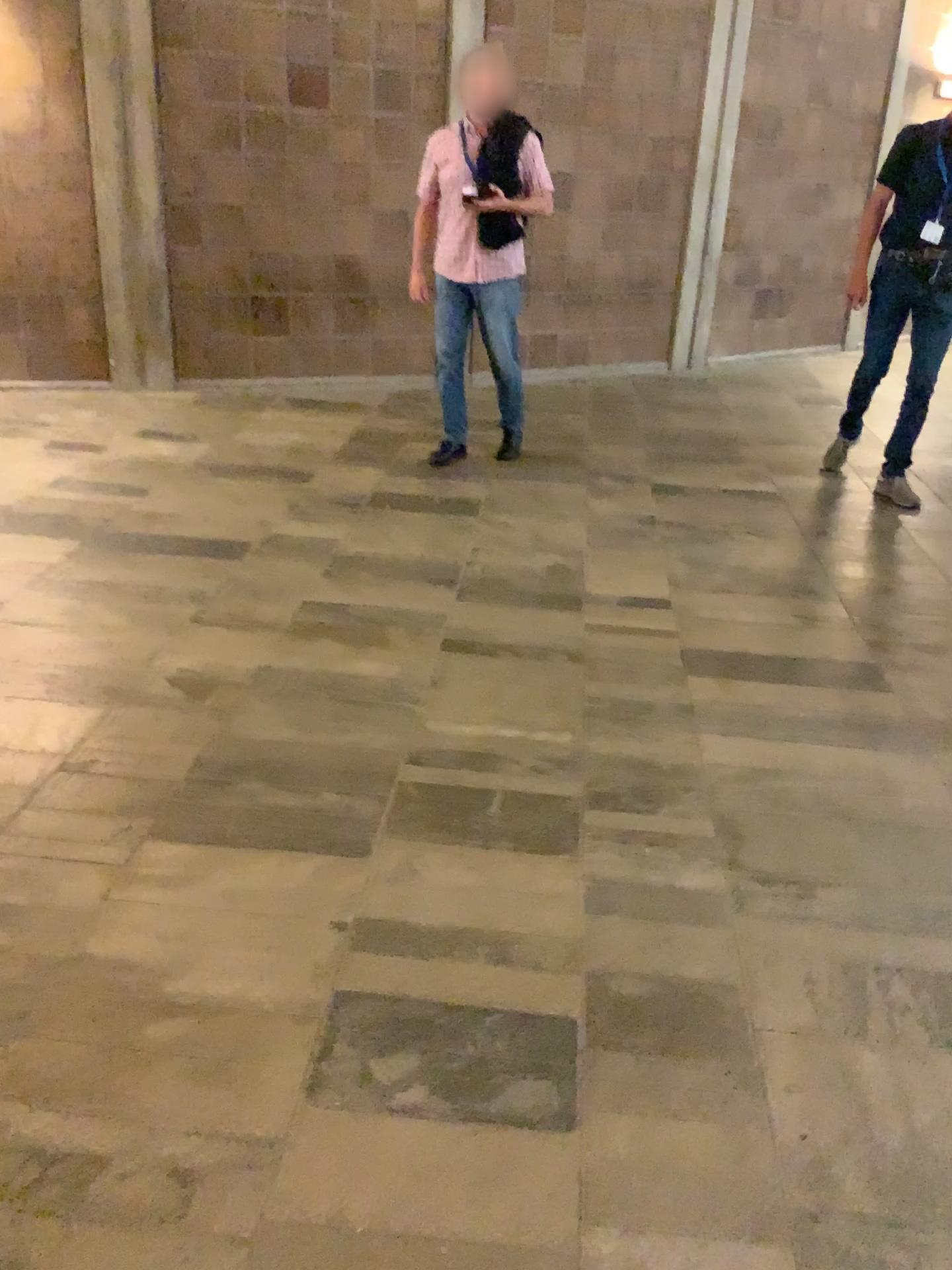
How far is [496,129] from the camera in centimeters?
470cm

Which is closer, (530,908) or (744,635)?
(530,908)

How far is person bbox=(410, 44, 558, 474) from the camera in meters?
4.7
